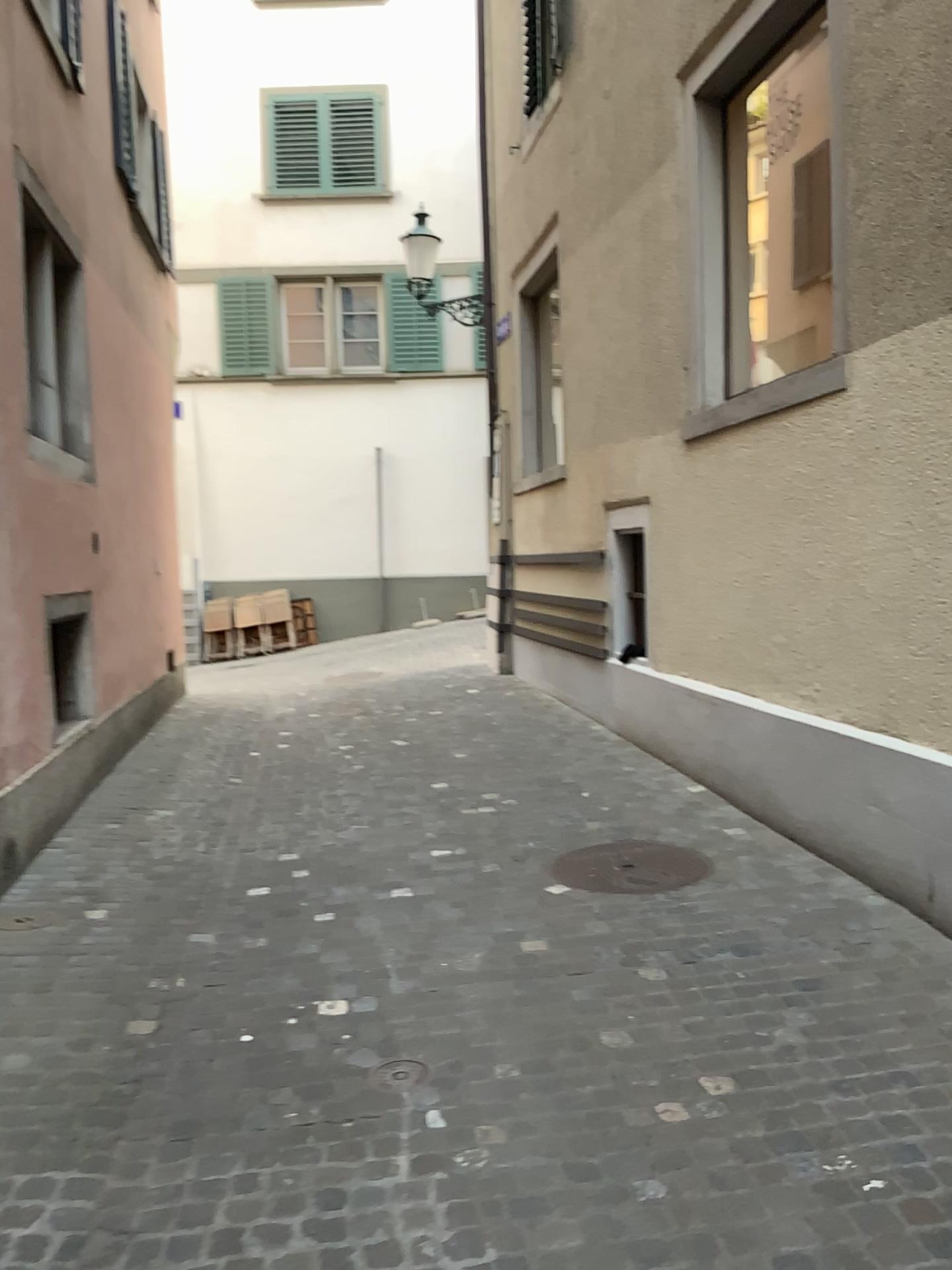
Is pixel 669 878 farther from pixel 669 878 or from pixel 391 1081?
pixel 391 1081

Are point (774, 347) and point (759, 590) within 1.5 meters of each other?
yes

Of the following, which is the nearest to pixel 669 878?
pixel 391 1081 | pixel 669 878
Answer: pixel 669 878

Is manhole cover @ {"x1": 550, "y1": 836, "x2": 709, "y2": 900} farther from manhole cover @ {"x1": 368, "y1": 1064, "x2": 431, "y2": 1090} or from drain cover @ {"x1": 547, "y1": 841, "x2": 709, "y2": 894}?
manhole cover @ {"x1": 368, "y1": 1064, "x2": 431, "y2": 1090}

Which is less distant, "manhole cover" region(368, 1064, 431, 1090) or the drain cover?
"manhole cover" region(368, 1064, 431, 1090)

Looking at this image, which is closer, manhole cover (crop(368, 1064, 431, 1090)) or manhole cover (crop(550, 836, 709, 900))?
manhole cover (crop(368, 1064, 431, 1090))

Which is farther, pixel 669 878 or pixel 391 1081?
pixel 669 878

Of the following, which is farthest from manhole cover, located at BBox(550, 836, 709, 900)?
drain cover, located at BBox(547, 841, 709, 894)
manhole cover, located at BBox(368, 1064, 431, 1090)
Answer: manhole cover, located at BBox(368, 1064, 431, 1090)
